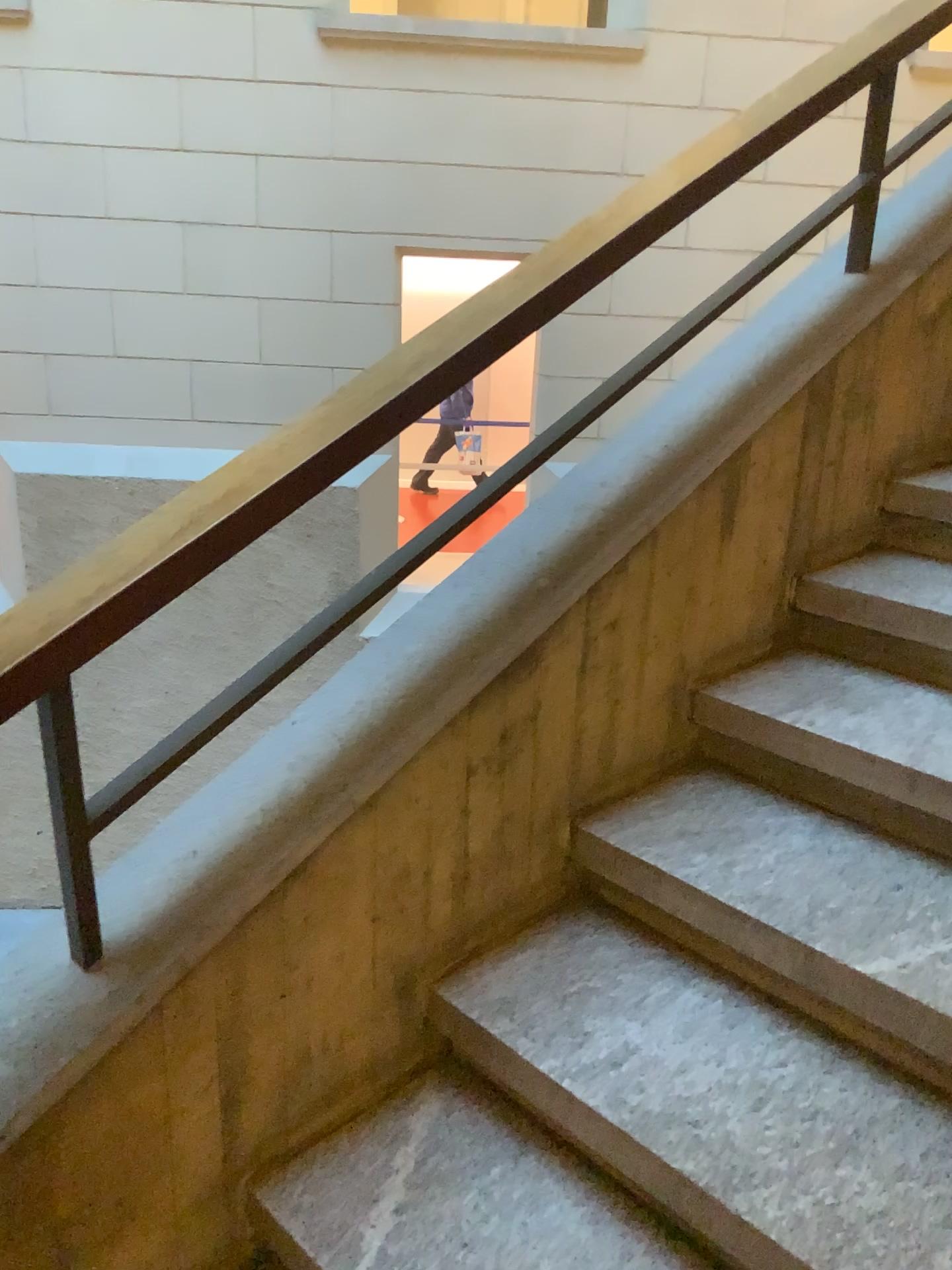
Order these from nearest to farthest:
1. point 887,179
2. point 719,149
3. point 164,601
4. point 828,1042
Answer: point 164,601 → point 828,1042 → point 719,149 → point 887,179

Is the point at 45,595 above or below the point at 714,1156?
above
